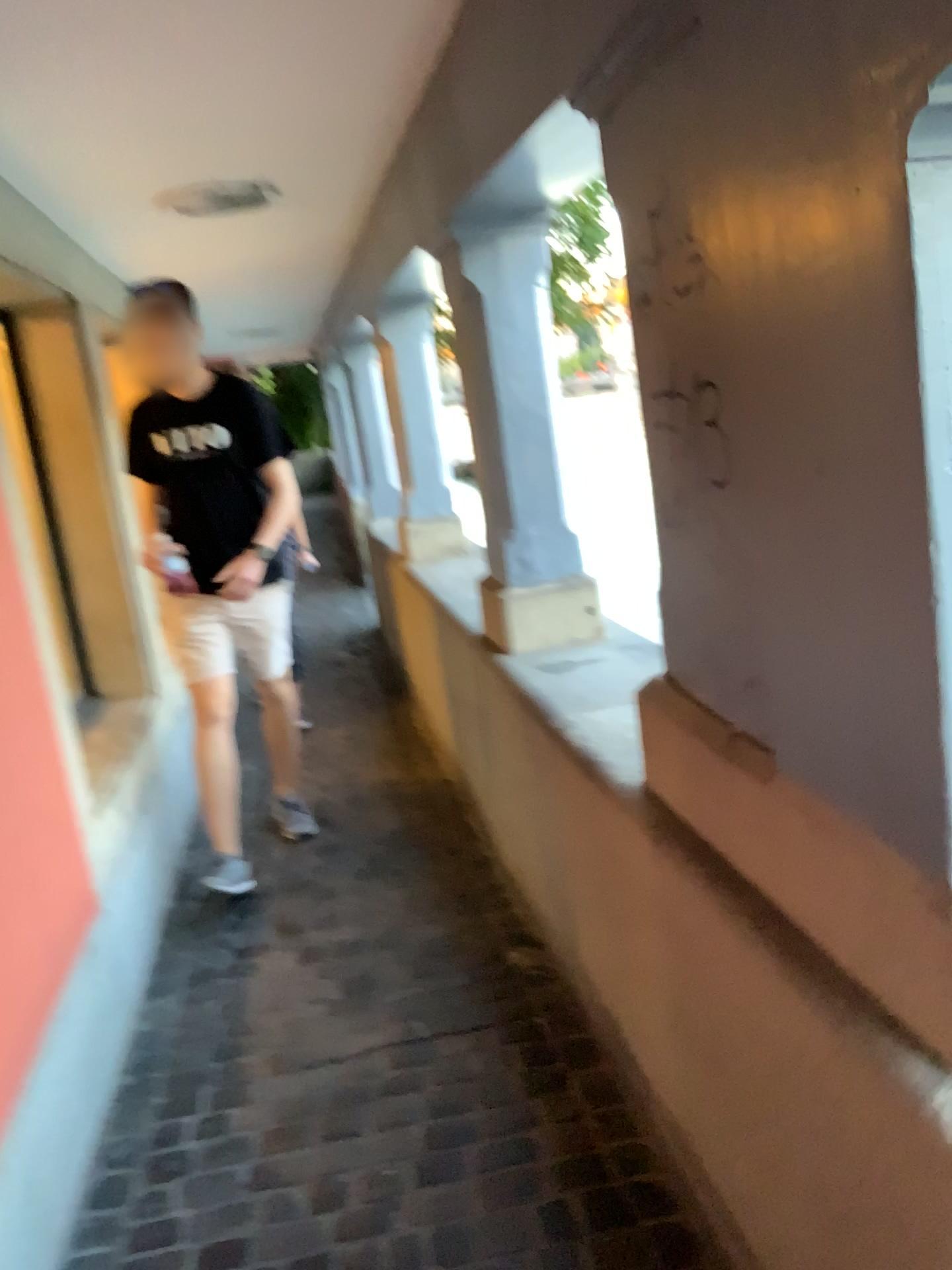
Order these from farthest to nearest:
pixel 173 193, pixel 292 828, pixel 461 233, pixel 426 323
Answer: pixel 426 323 < pixel 292 828 < pixel 173 193 < pixel 461 233

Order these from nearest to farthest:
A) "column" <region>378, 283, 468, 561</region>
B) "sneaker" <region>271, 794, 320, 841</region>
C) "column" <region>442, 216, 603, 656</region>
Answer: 1. "column" <region>442, 216, 603, 656</region>
2. "sneaker" <region>271, 794, 320, 841</region>
3. "column" <region>378, 283, 468, 561</region>

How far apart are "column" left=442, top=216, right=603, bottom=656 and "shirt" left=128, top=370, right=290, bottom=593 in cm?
83

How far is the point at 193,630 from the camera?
3.28m

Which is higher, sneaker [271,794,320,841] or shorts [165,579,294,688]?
shorts [165,579,294,688]

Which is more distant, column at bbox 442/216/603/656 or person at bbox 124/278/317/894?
person at bbox 124/278/317/894

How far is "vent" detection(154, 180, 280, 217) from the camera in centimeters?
A: 316cm

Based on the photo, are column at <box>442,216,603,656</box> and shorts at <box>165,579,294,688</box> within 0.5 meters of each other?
no

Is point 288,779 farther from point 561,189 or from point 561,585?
point 561,189

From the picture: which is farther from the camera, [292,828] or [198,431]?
[292,828]
